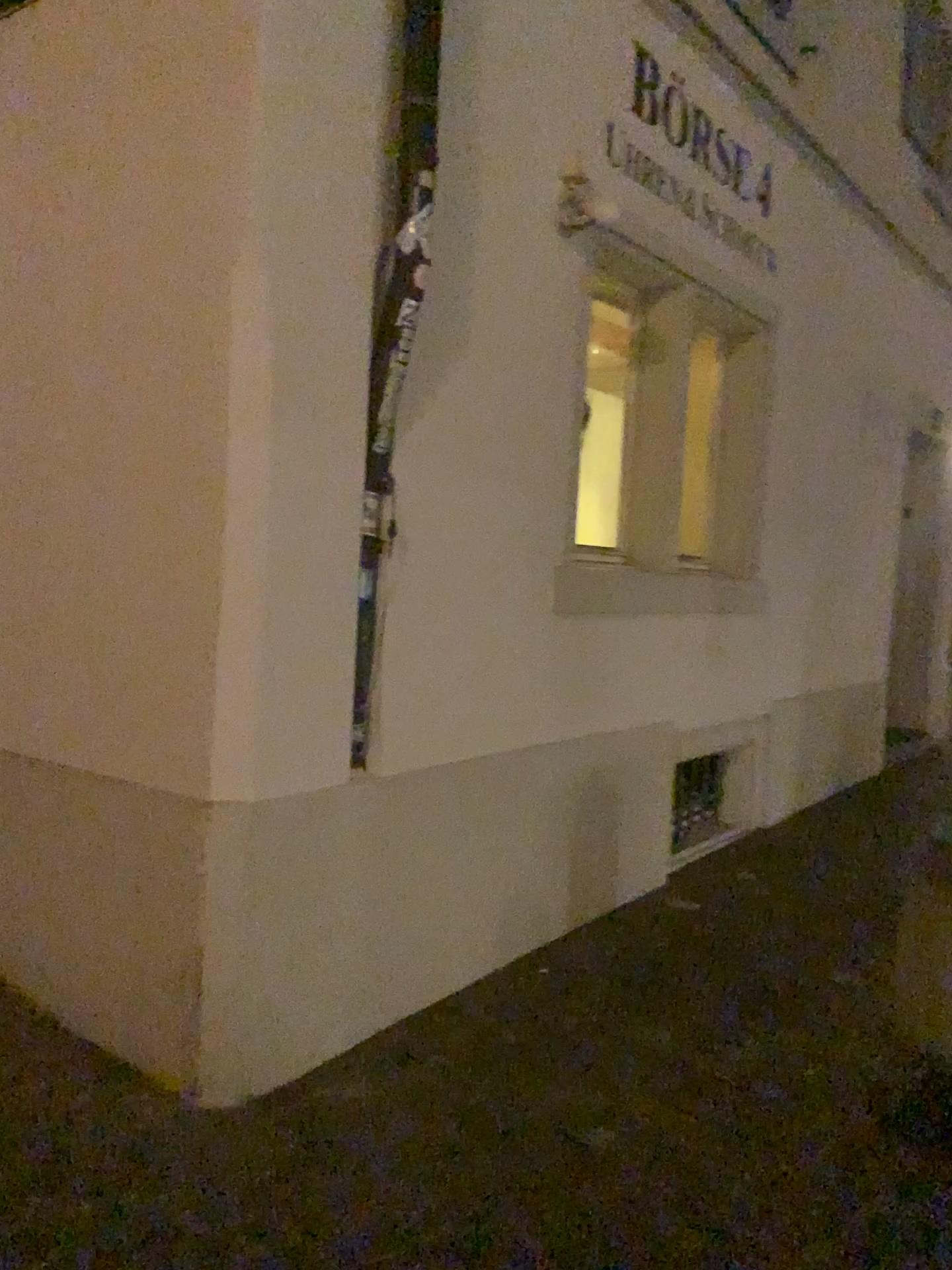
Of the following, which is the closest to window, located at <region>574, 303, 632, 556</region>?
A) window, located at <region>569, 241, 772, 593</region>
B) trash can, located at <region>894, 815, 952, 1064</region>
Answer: window, located at <region>569, 241, 772, 593</region>

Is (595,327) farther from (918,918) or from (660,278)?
(918,918)

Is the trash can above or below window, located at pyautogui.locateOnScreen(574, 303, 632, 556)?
below

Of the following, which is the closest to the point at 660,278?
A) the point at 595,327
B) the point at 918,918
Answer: the point at 595,327

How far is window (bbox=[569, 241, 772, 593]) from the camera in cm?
453

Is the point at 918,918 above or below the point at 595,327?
below

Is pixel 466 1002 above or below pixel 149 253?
below

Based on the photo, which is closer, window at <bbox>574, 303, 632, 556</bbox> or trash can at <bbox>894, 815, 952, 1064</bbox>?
trash can at <bbox>894, 815, 952, 1064</bbox>

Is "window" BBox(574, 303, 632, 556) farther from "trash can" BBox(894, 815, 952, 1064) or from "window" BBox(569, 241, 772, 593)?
"trash can" BBox(894, 815, 952, 1064)
